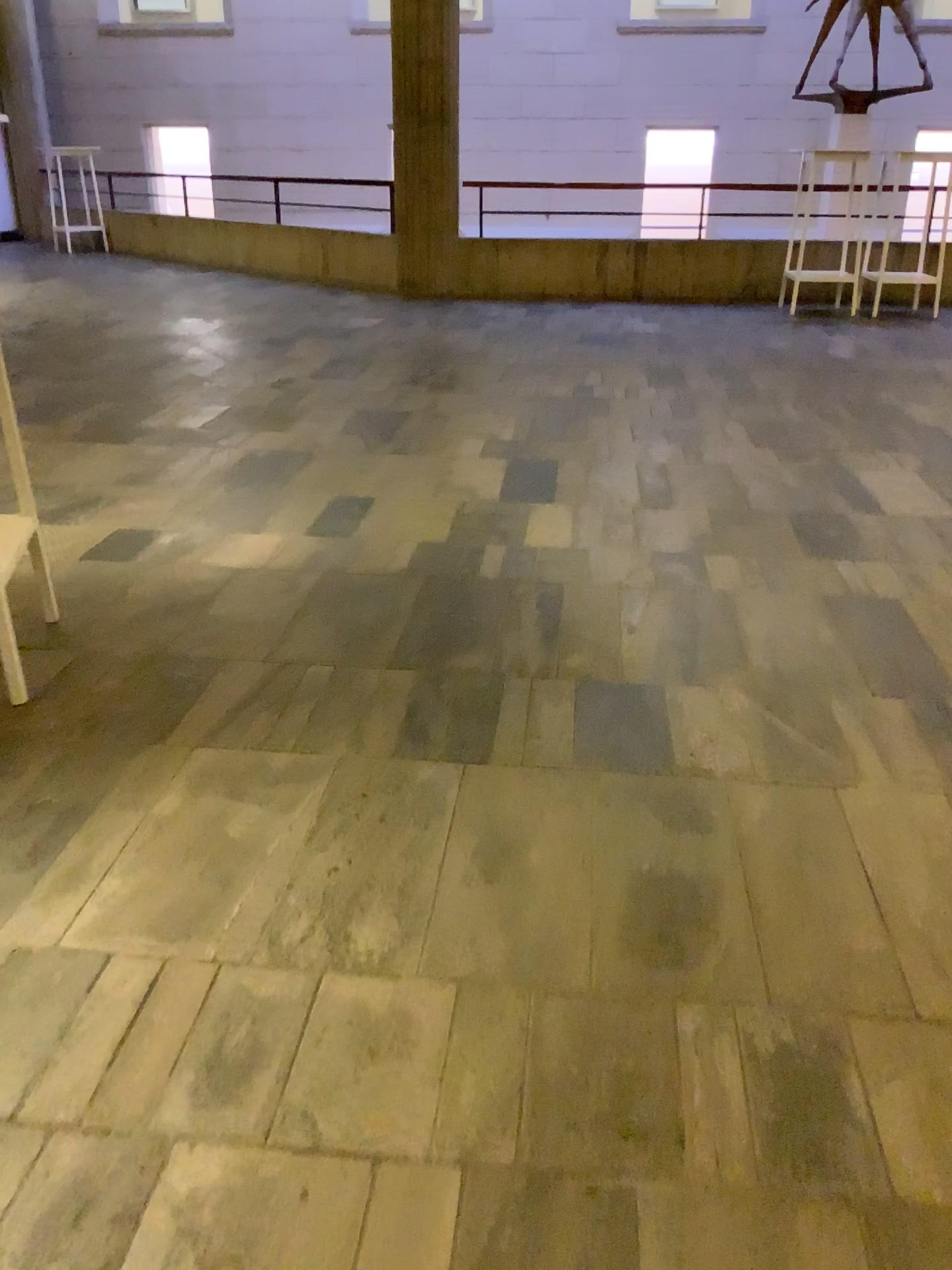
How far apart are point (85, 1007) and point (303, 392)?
4.1 meters
